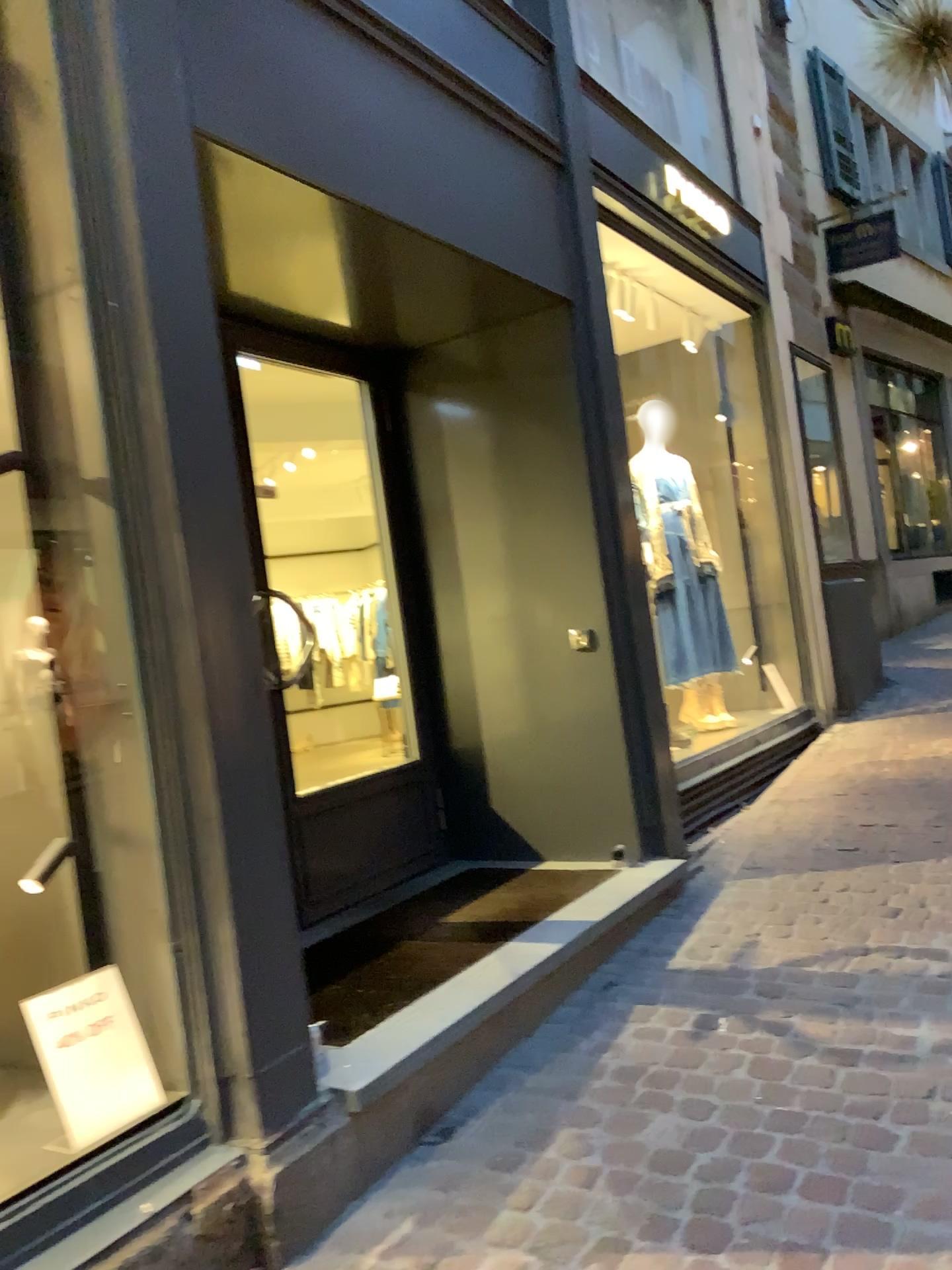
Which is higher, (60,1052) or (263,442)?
(263,442)

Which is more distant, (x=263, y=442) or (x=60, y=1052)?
(x=263, y=442)

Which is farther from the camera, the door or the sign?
the door

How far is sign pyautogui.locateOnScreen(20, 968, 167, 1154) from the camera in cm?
208

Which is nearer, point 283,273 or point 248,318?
point 283,273

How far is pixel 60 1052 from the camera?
2.1 meters
